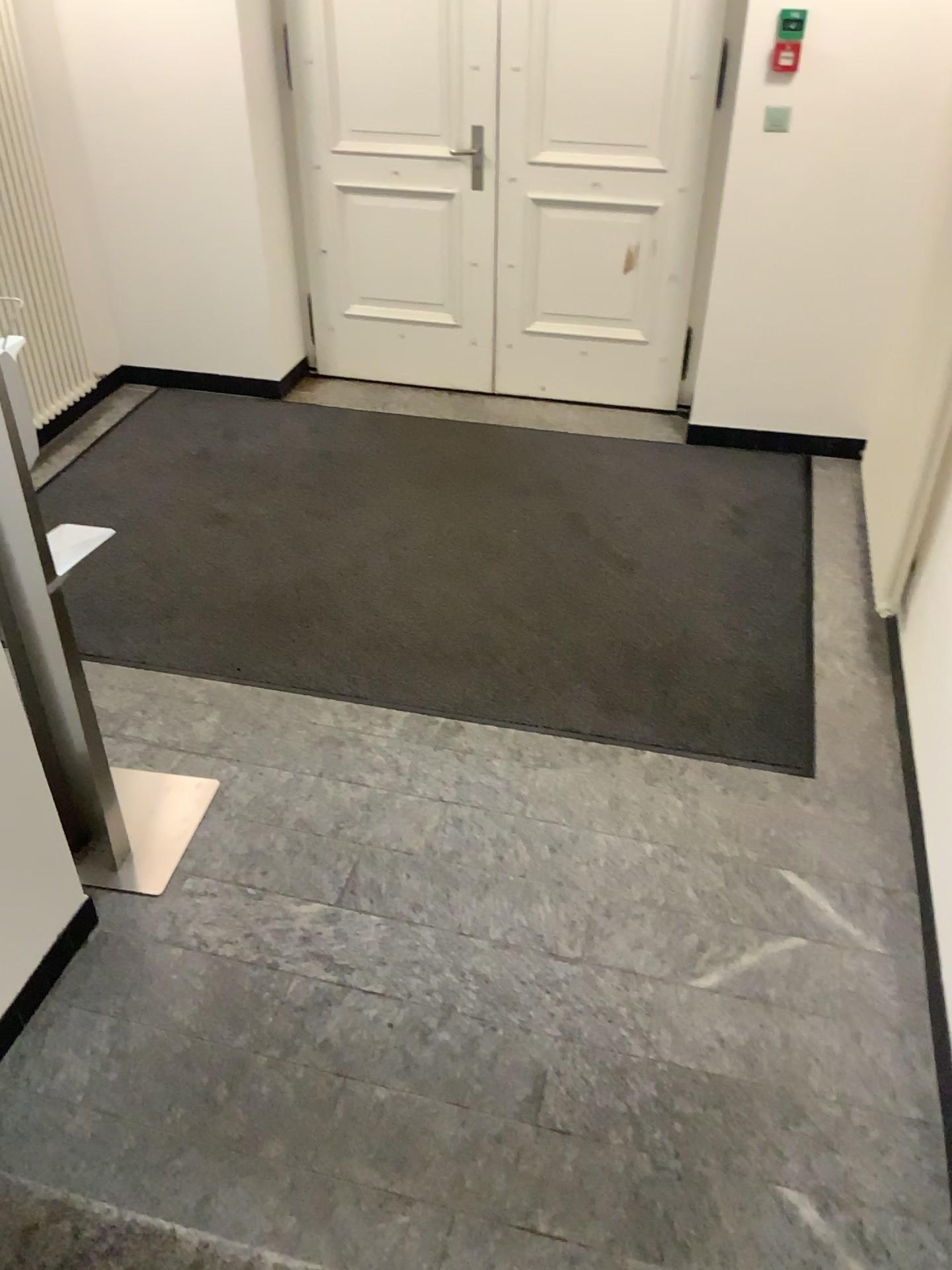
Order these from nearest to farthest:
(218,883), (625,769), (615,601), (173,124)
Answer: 1. (218,883)
2. (625,769)
3. (615,601)
4. (173,124)

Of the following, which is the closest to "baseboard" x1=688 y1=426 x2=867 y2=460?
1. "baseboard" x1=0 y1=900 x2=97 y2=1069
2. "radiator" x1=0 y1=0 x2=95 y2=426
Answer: "radiator" x1=0 y1=0 x2=95 y2=426

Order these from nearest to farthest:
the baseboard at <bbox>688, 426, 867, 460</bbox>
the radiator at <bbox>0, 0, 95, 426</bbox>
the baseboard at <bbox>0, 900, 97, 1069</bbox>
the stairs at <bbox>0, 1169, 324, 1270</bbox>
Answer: the stairs at <bbox>0, 1169, 324, 1270</bbox>
the baseboard at <bbox>0, 900, 97, 1069</bbox>
the radiator at <bbox>0, 0, 95, 426</bbox>
the baseboard at <bbox>688, 426, 867, 460</bbox>

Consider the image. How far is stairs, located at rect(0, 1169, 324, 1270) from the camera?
1.8 meters

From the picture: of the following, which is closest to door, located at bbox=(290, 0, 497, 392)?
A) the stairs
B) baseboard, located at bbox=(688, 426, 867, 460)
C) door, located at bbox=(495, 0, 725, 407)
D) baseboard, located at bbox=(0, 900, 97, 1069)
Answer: door, located at bbox=(495, 0, 725, 407)

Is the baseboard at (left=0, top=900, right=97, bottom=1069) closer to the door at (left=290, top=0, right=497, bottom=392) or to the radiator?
the radiator

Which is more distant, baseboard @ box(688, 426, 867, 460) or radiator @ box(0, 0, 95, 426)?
baseboard @ box(688, 426, 867, 460)

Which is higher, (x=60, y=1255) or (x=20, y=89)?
(x=20, y=89)

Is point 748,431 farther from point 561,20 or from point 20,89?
point 20,89

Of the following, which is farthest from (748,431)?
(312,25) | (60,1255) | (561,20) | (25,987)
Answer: (60,1255)
